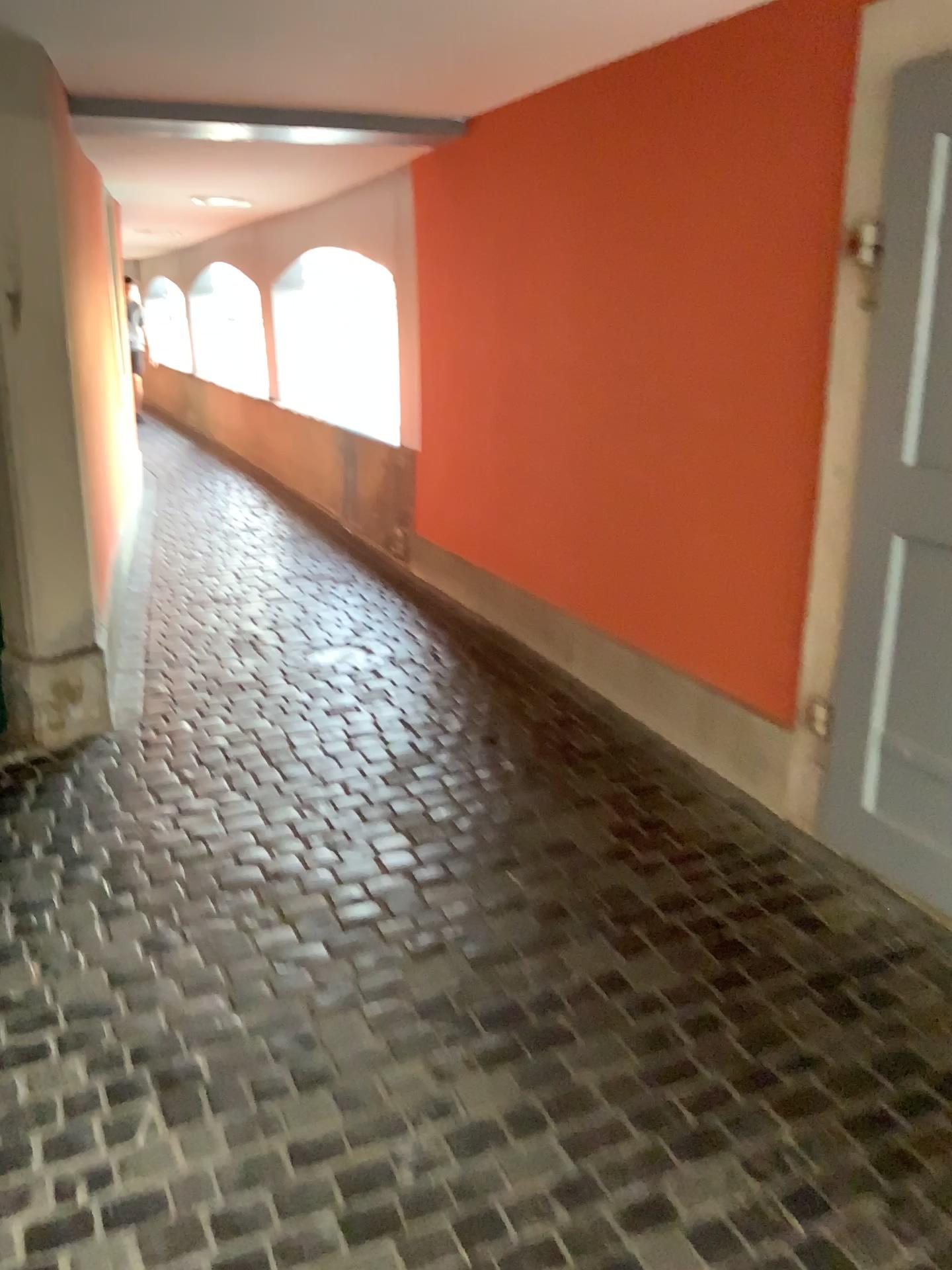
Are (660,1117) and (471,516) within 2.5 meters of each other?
no
